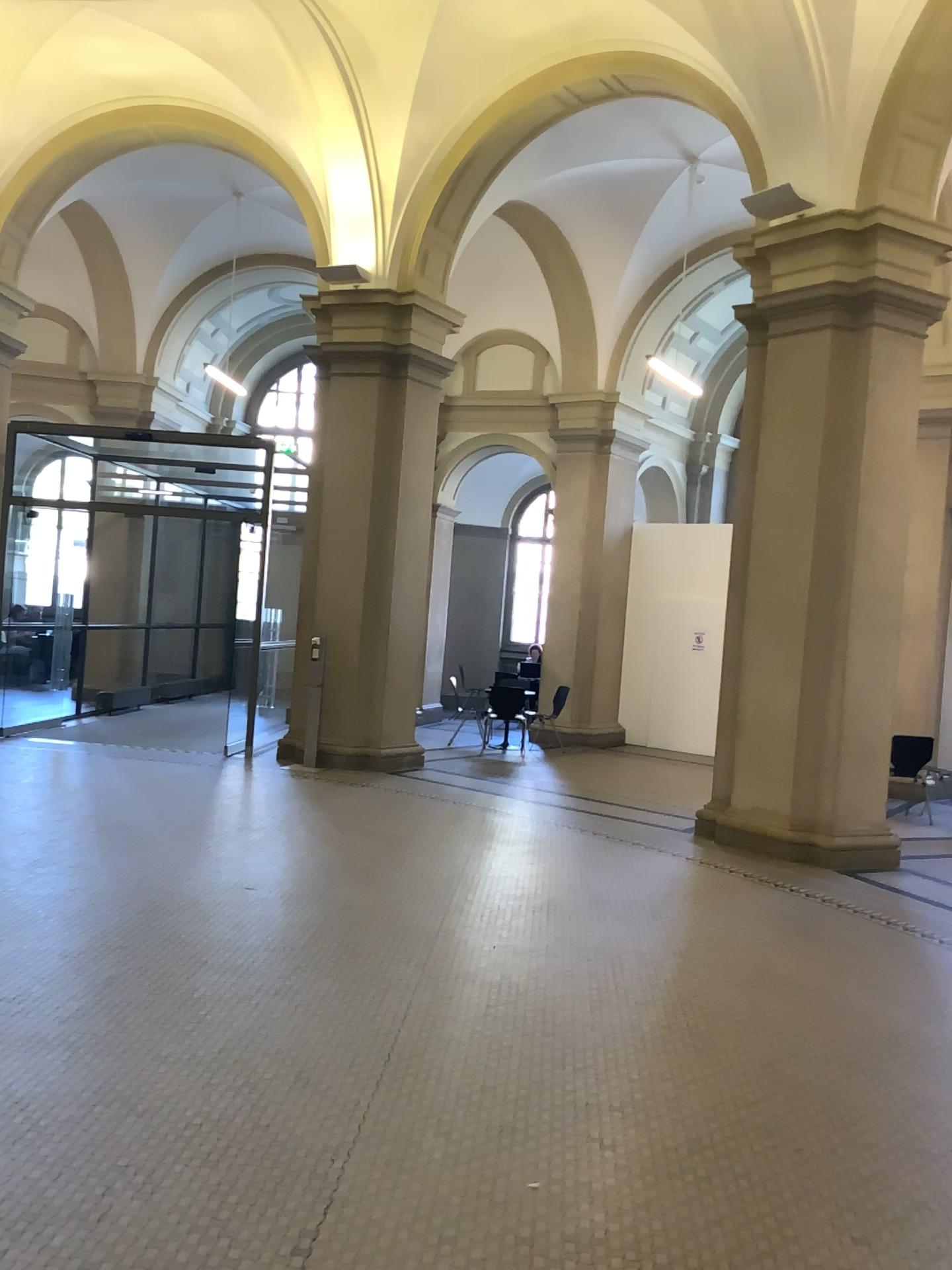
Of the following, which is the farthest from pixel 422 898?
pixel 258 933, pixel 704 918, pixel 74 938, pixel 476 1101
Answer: pixel 476 1101
